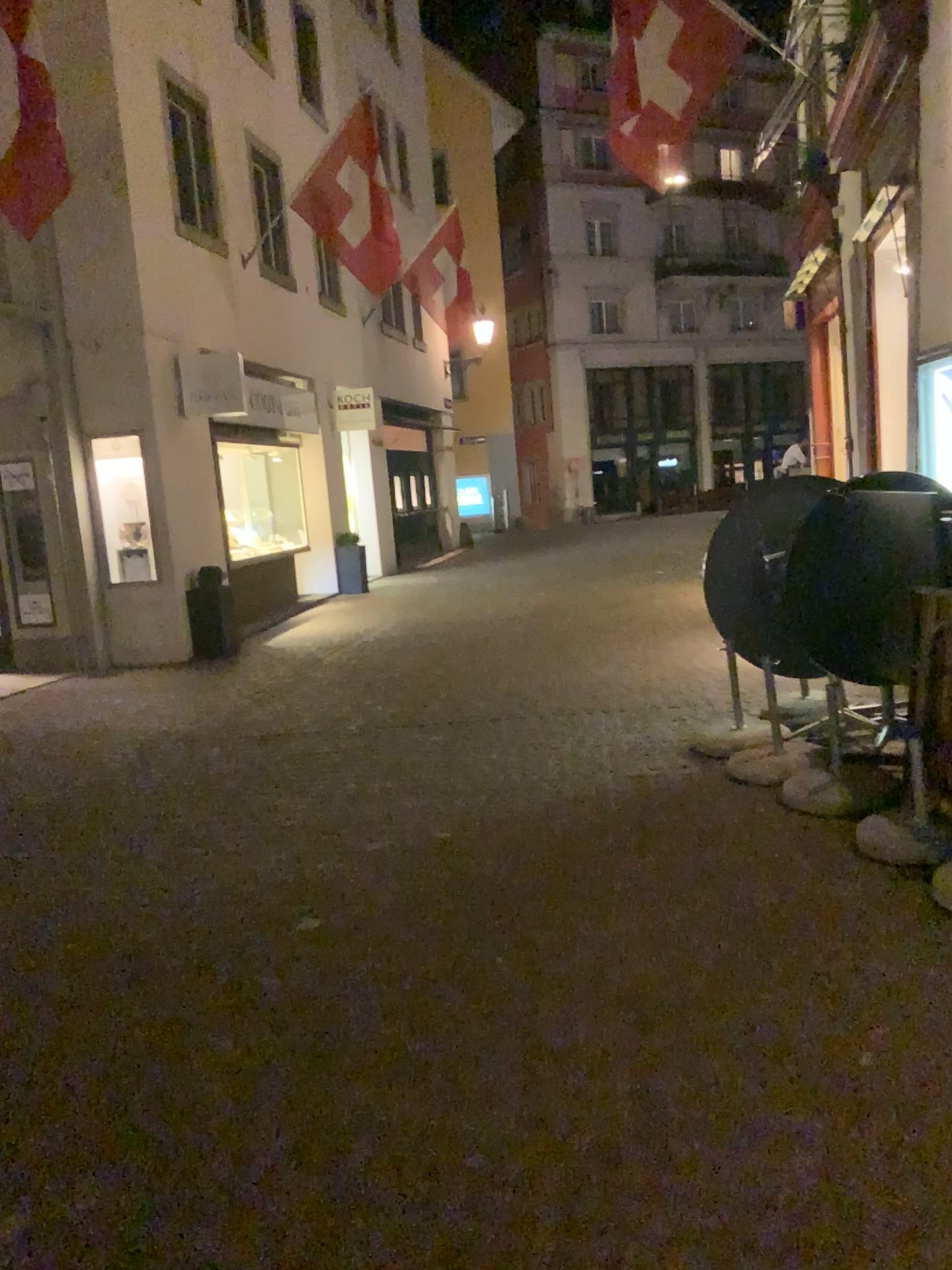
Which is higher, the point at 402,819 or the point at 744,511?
the point at 744,511
